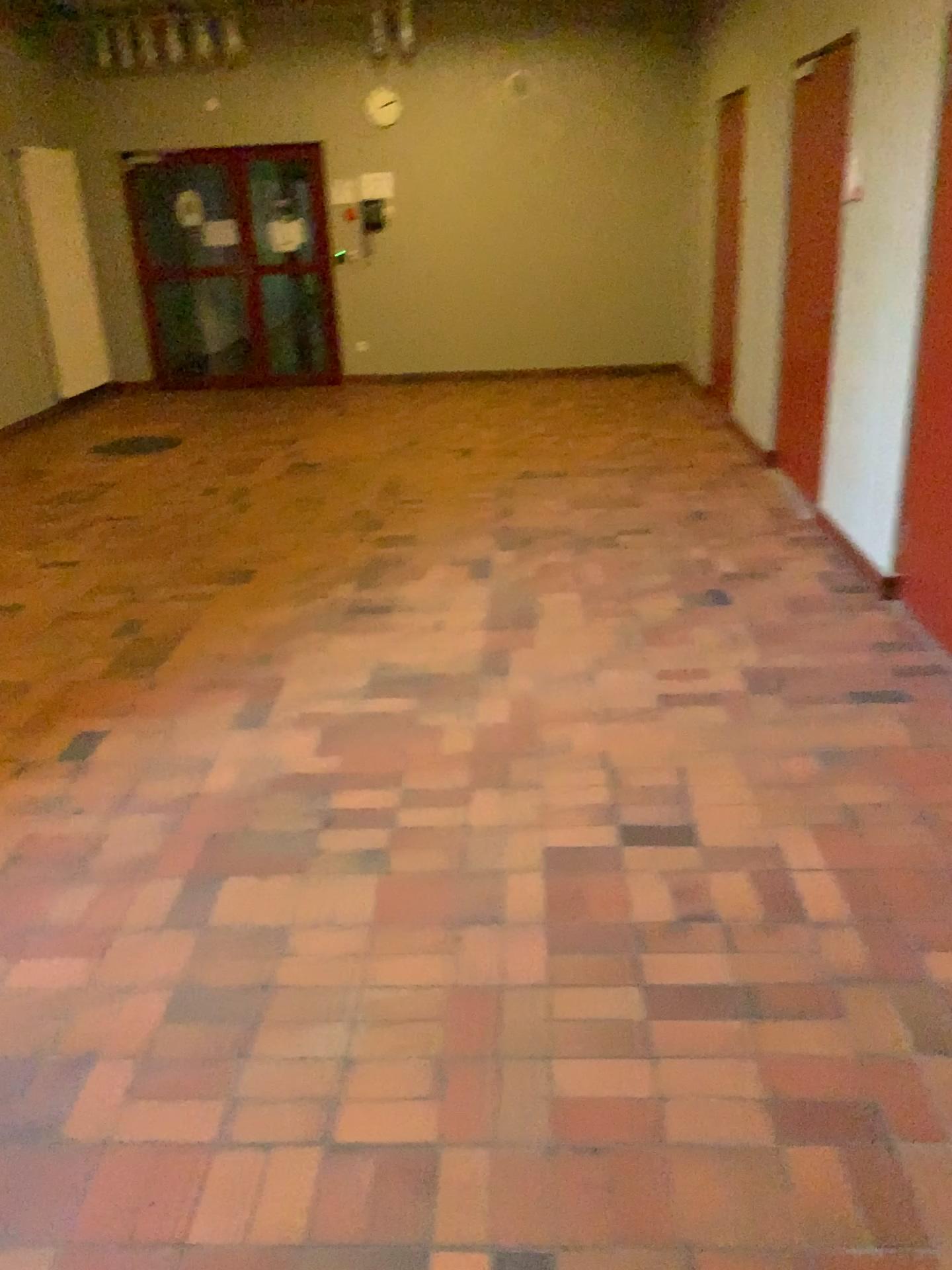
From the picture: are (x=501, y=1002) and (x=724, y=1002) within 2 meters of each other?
yes
